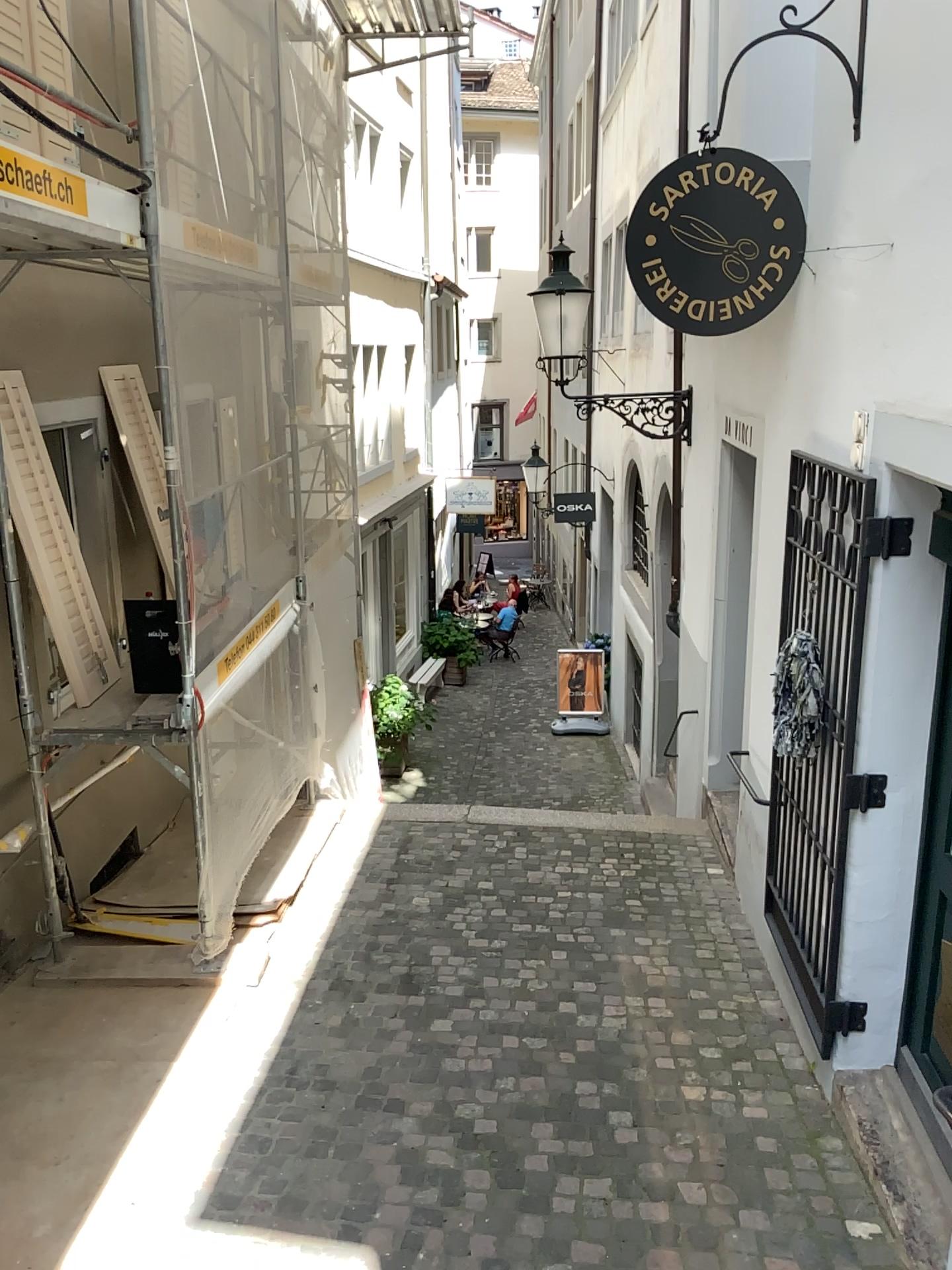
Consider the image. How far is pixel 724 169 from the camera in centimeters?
354cm

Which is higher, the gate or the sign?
the sign

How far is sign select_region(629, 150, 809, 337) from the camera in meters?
3.5

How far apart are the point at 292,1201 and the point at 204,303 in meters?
3.5

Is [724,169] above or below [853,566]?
above
